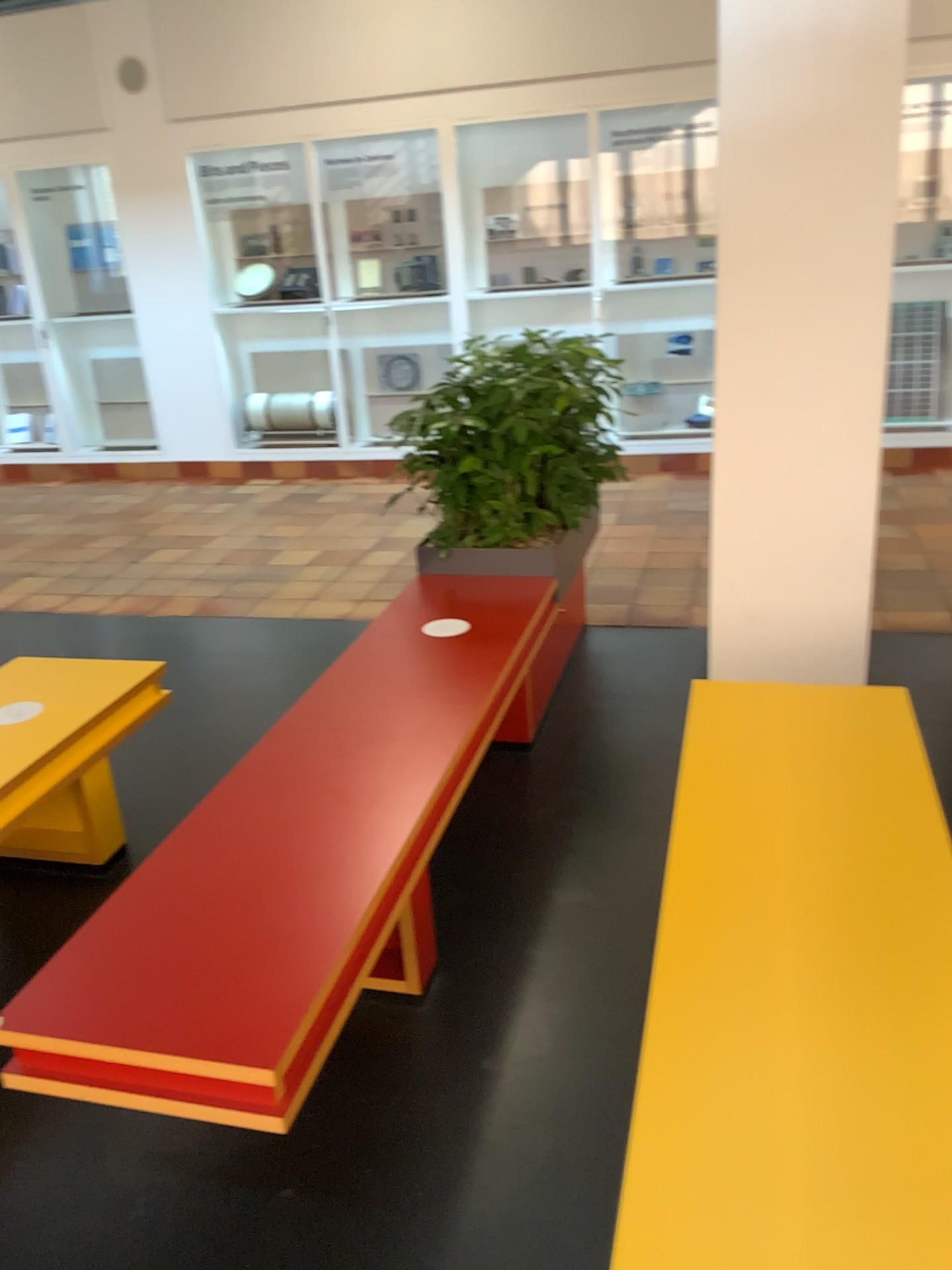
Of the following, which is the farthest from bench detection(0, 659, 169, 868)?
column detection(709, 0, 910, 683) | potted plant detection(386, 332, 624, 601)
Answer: column detection(709, 0, 910, 683)

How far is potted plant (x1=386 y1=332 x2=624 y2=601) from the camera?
3.5 meters

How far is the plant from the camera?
3.51m

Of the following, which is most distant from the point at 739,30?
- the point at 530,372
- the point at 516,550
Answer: the point at 516,550

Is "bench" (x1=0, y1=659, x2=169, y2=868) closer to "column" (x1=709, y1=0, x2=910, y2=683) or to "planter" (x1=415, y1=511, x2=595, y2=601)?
"planter" (x1=415, y1=511, x2=595, y2=601)

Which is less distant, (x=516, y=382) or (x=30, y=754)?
(x=30, y=754)

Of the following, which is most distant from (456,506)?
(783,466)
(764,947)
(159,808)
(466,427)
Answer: (764,947)

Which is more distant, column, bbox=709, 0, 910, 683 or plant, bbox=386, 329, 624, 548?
plant, bbox=386, 329, 624, 548

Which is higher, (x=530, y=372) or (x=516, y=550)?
(x=530, y=372)
